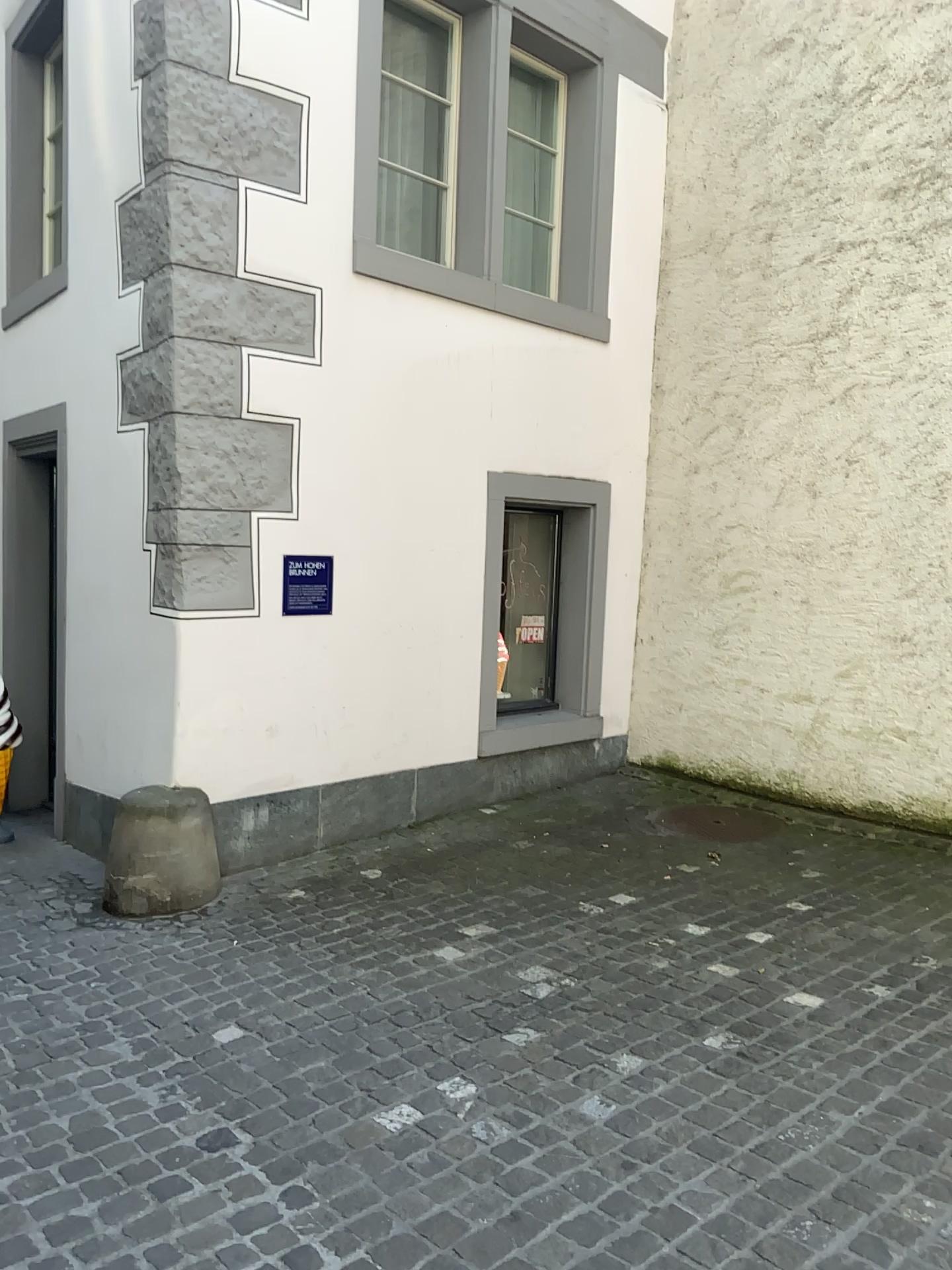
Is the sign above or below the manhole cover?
above

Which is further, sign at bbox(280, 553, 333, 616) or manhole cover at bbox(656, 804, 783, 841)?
manhole cover at bbox(656, 804, 783, 841)

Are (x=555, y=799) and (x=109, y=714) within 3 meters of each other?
yes

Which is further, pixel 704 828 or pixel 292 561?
pixel 704 828

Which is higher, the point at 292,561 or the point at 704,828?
the point at 292,561
